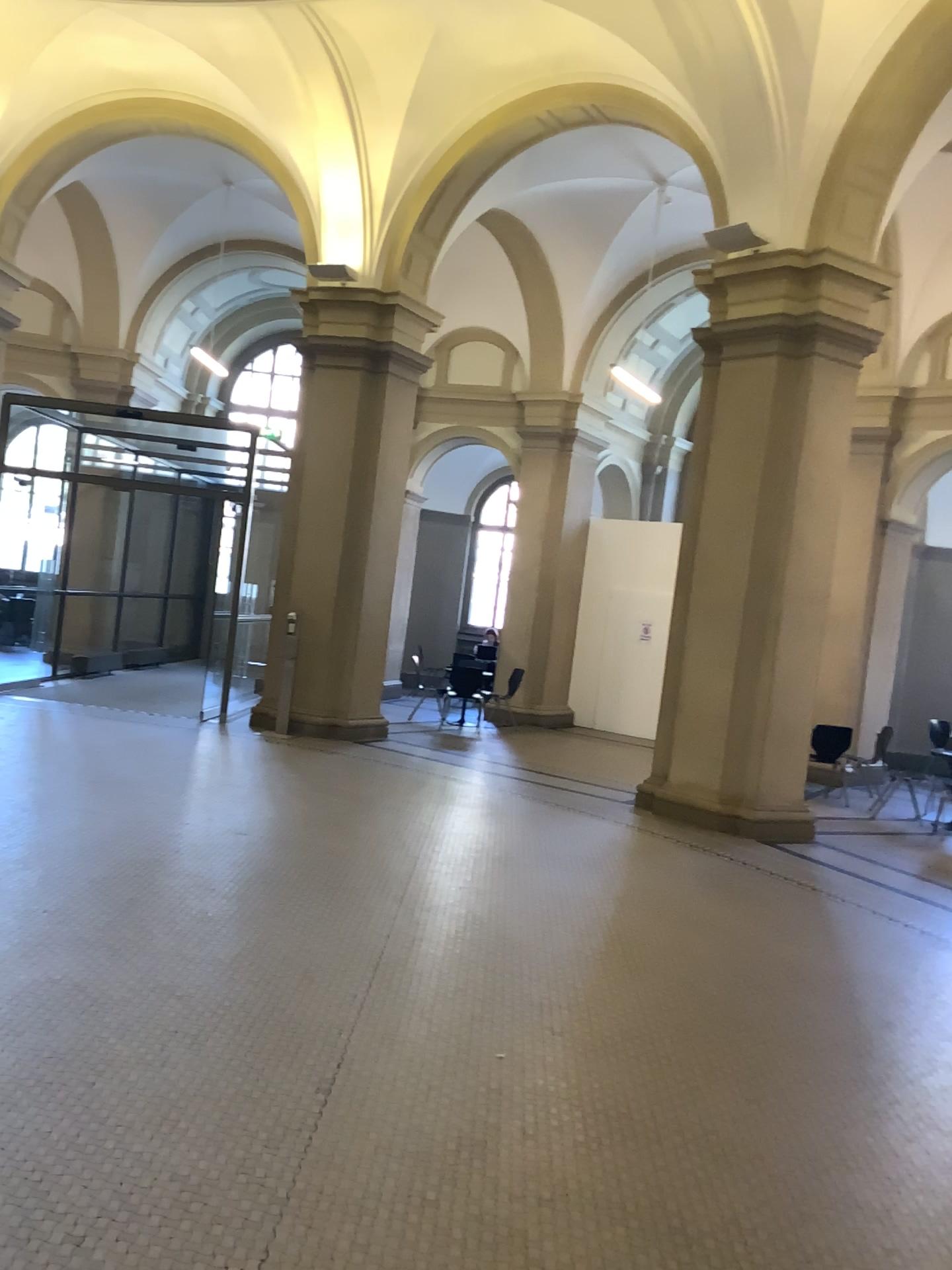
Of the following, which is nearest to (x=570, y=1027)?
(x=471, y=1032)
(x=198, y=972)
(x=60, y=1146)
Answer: (x=471, y=1032)
